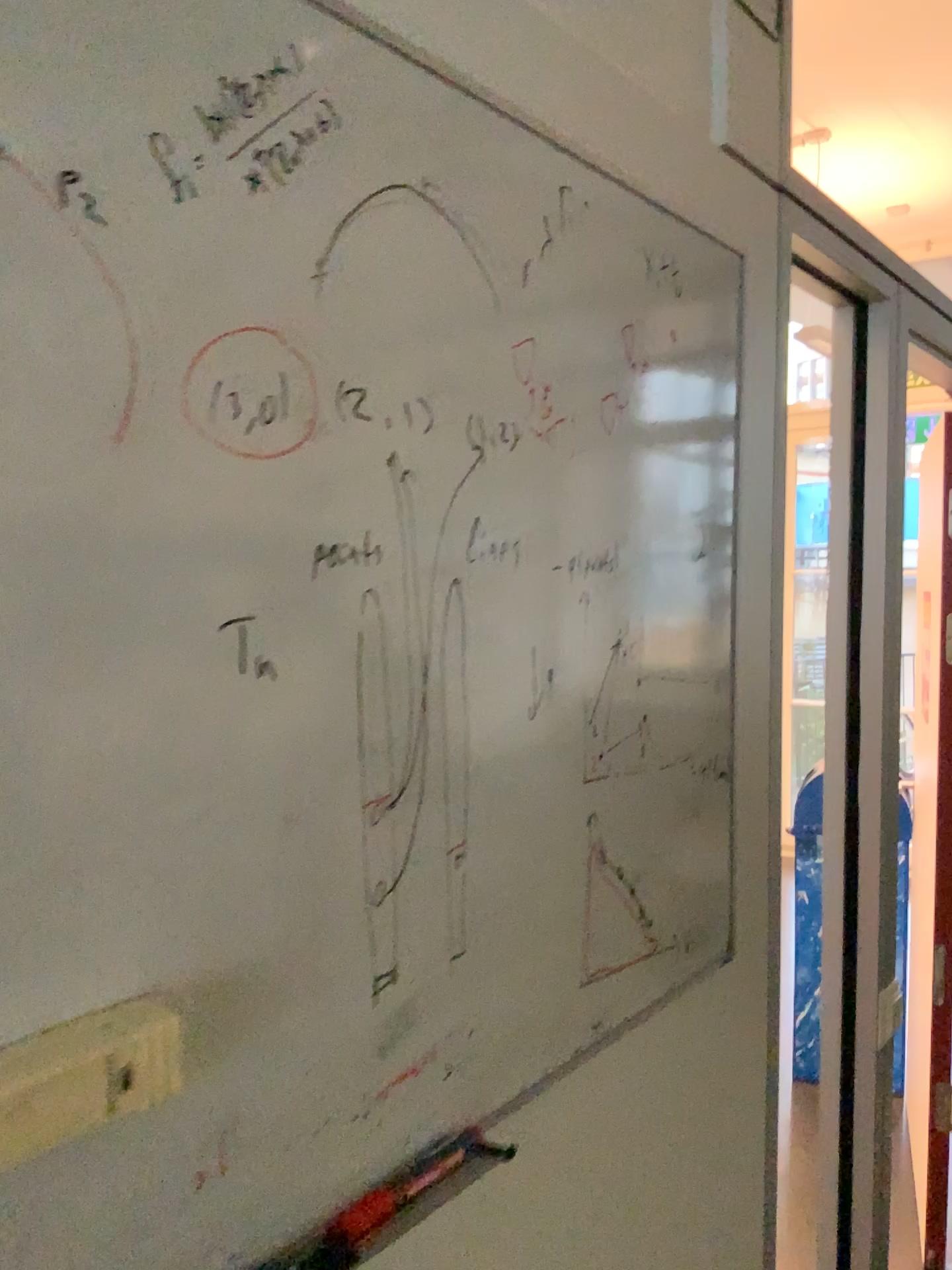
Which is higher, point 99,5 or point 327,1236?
point 99,5

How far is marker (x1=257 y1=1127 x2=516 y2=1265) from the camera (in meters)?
0.65

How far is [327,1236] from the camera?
0.7 meters

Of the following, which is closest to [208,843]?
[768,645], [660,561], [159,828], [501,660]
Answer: [159,828]
